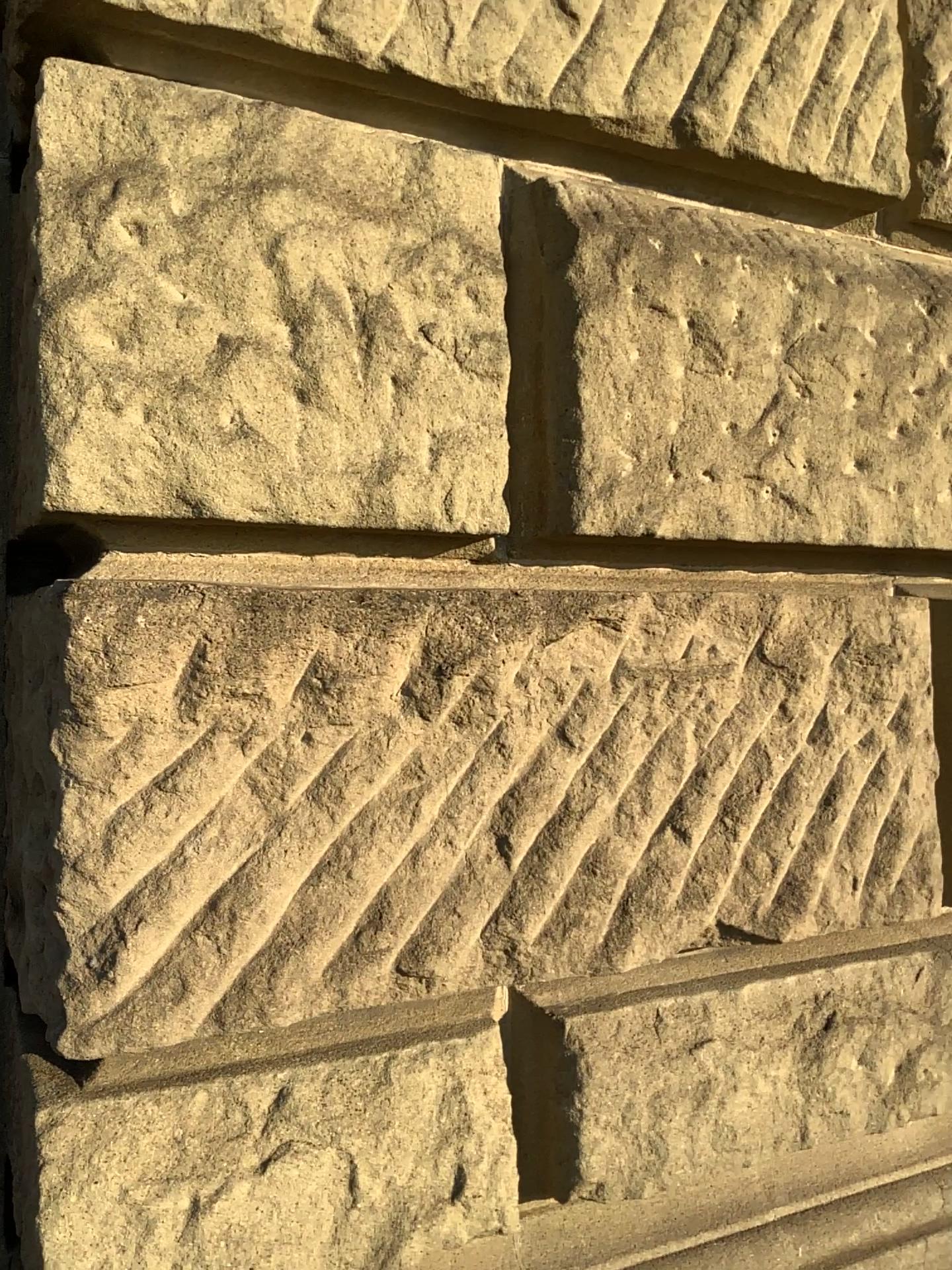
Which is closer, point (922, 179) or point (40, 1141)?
point (40, 1141)

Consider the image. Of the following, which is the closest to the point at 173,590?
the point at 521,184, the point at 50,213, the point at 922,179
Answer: the point at 50,213

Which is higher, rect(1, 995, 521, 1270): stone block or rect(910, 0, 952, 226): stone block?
rect(910, 0, 952, 226): stone block

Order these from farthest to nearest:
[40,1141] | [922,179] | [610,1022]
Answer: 1. [922,179]
2. [610,1022]
3. [40,1141]

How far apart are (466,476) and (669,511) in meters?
0.3

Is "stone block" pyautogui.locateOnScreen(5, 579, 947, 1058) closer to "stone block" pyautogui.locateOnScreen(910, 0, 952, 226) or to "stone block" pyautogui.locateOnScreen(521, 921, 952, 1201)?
"stone block" pyautogui.locateOnScreen(521, 921, 952, 1201)

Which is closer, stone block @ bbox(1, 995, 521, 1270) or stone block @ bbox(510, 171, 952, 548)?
stone block @ bbox(1, 995, 521, 1270)

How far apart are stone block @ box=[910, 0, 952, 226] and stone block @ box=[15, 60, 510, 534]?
0.8m

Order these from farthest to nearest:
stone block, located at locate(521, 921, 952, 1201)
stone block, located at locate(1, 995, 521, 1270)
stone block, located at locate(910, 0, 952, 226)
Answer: stone block, located at locate(910, 0, 952, 226), stone block, located at locate(521, 921, 952, 1201), stone block, located at locate(1, 995, 521, 1270)

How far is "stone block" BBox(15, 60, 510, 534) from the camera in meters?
1.0 m
